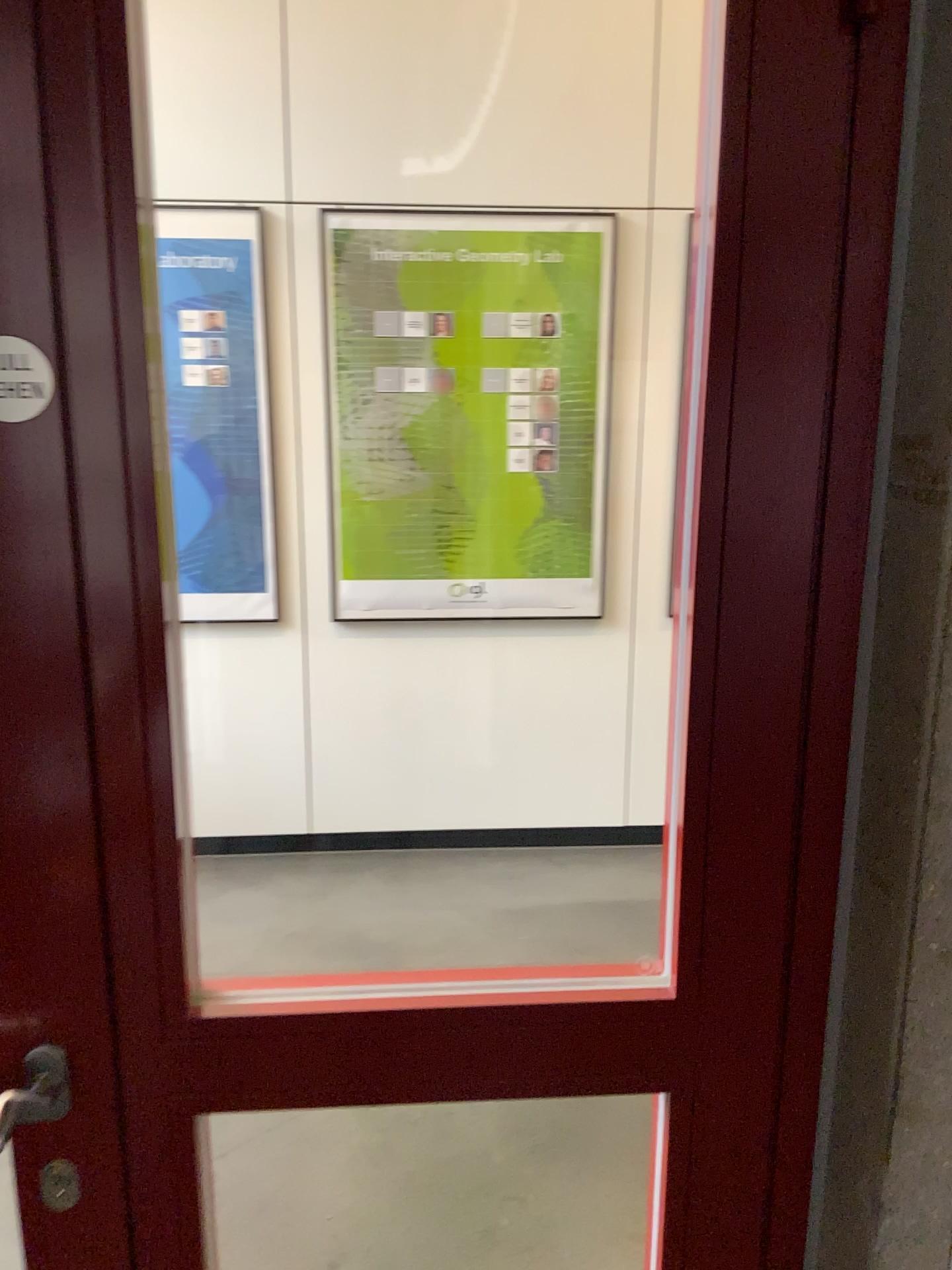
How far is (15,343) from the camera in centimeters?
73cm

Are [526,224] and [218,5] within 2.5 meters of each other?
yes

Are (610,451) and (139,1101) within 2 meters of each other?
no

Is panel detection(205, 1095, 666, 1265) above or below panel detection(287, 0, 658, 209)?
below

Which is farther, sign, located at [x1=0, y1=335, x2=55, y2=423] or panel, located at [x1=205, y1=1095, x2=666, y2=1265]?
panel, located at [x1=205, y1=1095, x2=666, y2=1265]

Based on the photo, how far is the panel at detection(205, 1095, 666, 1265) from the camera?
2.0m

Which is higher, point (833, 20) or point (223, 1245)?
point (833, 20)

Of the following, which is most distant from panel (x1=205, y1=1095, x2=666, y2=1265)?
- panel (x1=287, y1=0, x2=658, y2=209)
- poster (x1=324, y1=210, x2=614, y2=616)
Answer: panel (x1=287, y1=0, x2=658, y2=209)

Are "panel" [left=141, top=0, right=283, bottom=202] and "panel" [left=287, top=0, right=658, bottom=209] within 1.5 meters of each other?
yes

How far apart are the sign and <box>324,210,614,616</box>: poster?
2.69m
